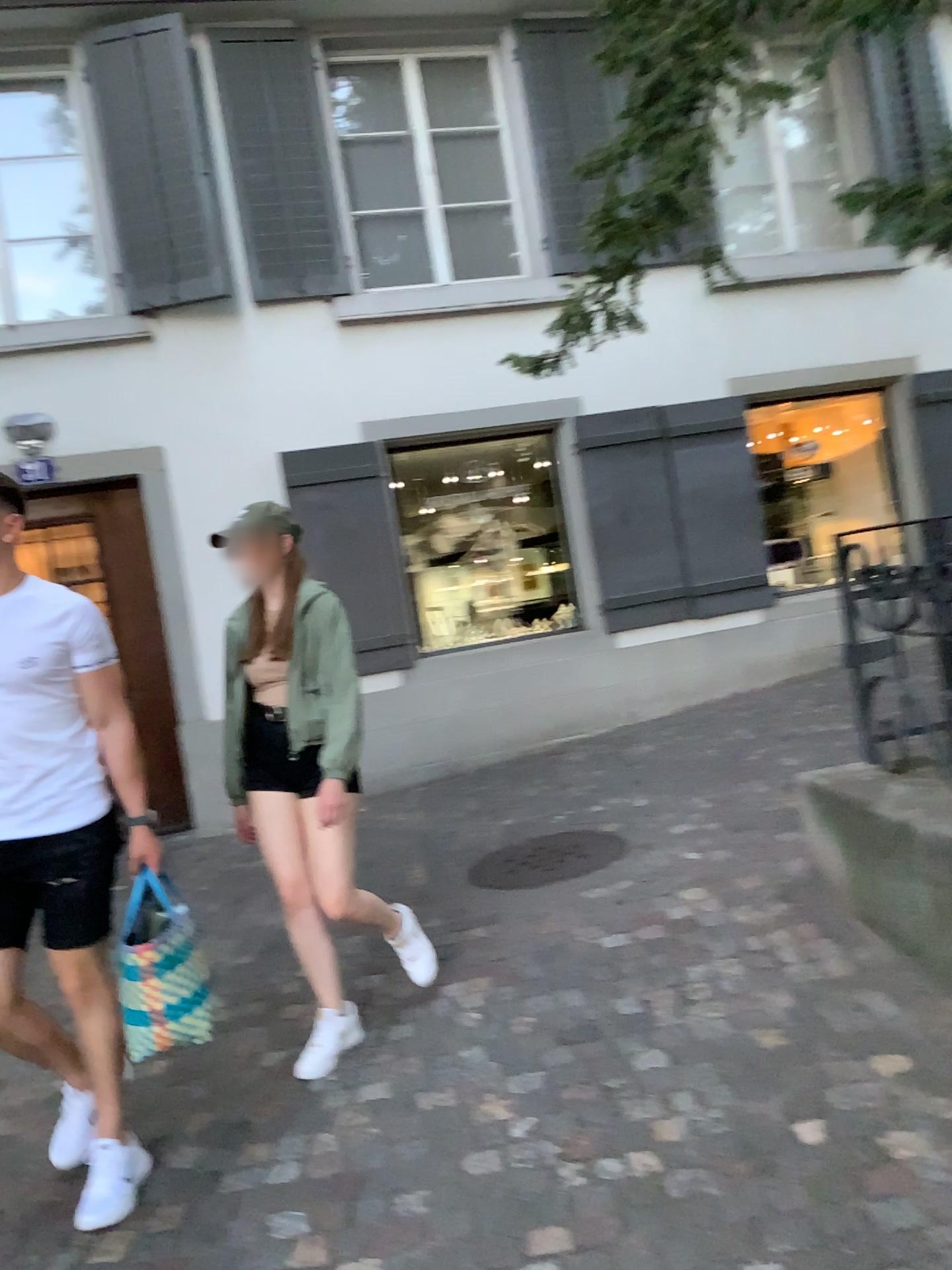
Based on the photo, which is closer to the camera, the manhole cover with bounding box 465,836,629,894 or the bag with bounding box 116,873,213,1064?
the bag with bounding box 116,873,213,1064

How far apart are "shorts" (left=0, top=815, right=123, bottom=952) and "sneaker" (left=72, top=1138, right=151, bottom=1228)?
0.5m

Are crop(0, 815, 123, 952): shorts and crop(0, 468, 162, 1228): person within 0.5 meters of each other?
yes

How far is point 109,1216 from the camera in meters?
2.5

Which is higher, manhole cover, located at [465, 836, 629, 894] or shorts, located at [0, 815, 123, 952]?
shorts, located at [0, 815, 123, 952]

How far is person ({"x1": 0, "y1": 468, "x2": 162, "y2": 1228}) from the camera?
2.4m

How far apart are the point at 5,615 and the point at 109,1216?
1.42m

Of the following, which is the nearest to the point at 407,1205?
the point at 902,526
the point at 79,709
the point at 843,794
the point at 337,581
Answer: the point at 79,709

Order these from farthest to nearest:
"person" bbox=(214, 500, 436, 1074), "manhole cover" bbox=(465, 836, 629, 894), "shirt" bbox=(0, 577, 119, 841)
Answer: "manhole cover" bbox=(465, 836, 629, 894) < "person" bbox=(214, 500, 436, 1074) < "shirt" bbox=(0, 577, 119, 841)

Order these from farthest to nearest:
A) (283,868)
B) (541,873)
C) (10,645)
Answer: (541,873)
(283,868)
(10,645)
